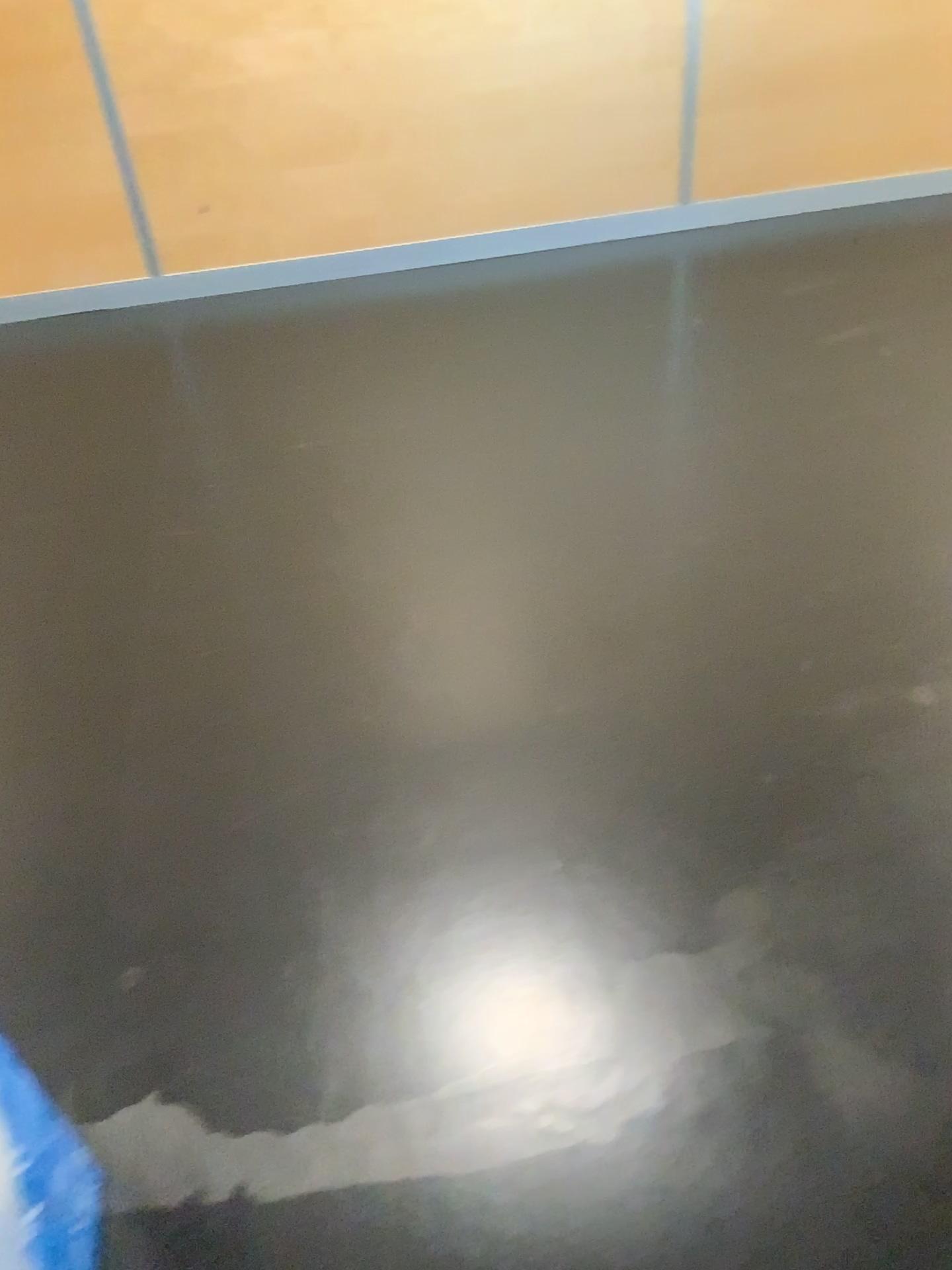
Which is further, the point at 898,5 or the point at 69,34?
the point at 898,5

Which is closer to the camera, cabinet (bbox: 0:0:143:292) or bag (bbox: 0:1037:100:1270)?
bag (bbox: 0:1037:100:1270)

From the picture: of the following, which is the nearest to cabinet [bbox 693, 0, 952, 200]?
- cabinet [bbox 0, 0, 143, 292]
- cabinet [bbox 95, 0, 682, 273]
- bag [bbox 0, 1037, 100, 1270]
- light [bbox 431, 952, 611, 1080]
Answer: cabinet [bbox 95, 0, 682, 273]

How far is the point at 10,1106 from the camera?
1.0m

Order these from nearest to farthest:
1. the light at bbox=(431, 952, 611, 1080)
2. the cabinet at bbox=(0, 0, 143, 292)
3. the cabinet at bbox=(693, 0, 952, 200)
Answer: the light at bbox=(431, 952, 611, 1080), the cabinet at bbox=(0, 0, 143, 292), the cabinet at bbox=(693, 0, 952, 200)

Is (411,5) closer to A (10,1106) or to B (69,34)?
B (69,34)

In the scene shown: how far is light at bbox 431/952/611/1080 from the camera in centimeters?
137cm

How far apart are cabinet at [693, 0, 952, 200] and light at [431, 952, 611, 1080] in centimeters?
265cm

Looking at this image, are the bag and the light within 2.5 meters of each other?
yes

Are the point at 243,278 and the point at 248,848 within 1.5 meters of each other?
no
